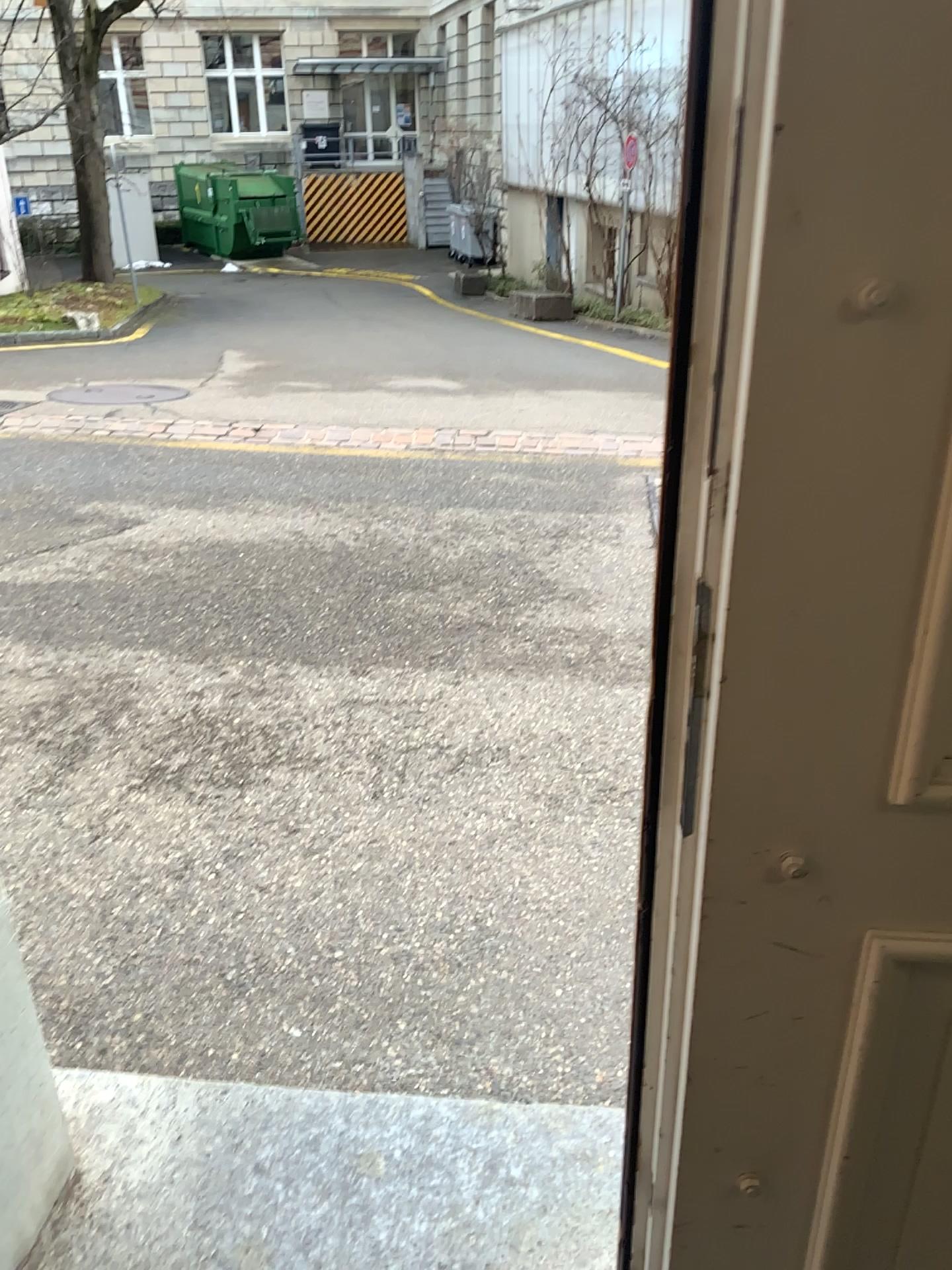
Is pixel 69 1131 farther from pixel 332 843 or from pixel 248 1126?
pixel 332 843
